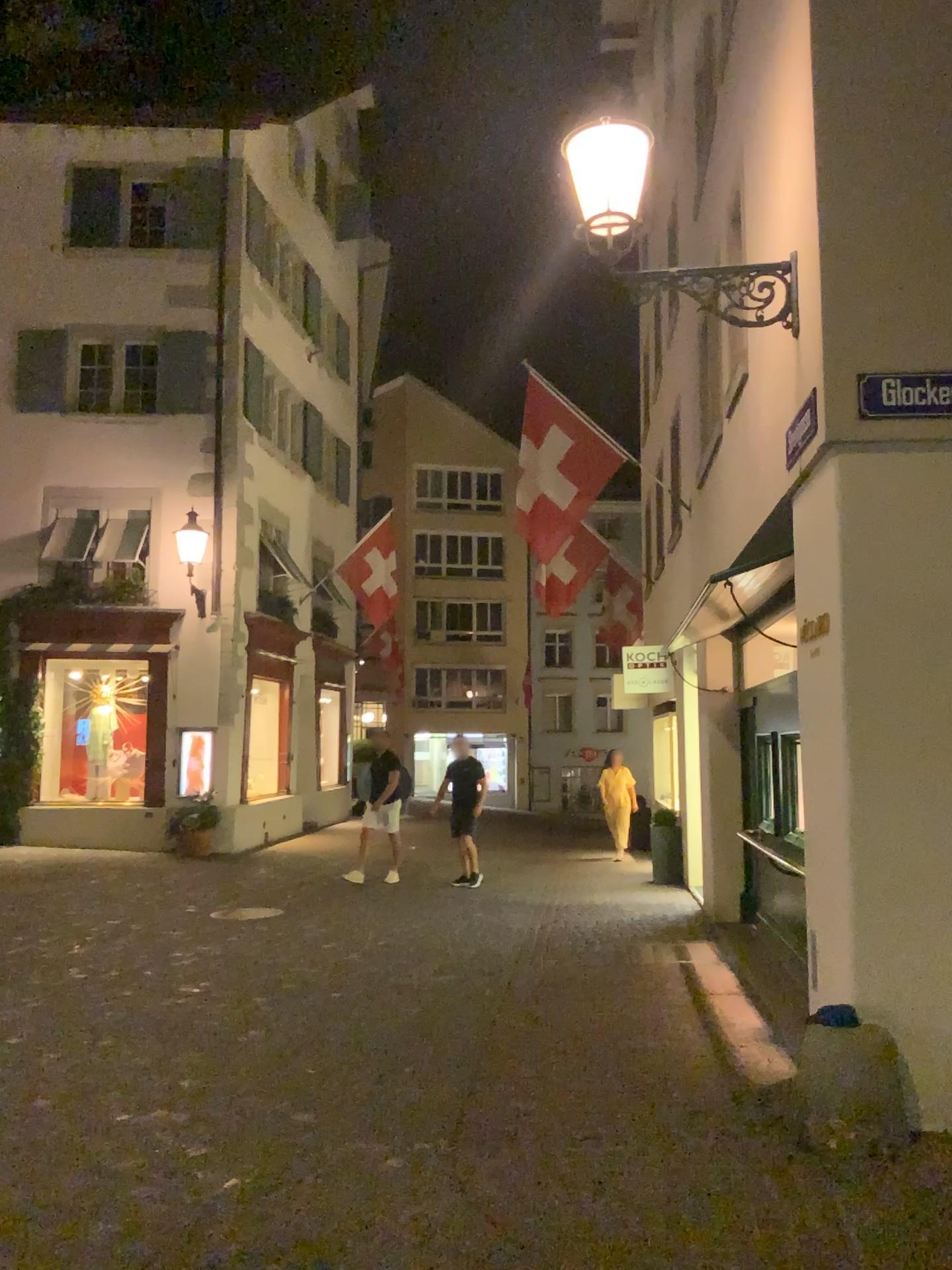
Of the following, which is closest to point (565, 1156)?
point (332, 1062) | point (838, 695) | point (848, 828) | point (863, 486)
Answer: point (332, 1062)
